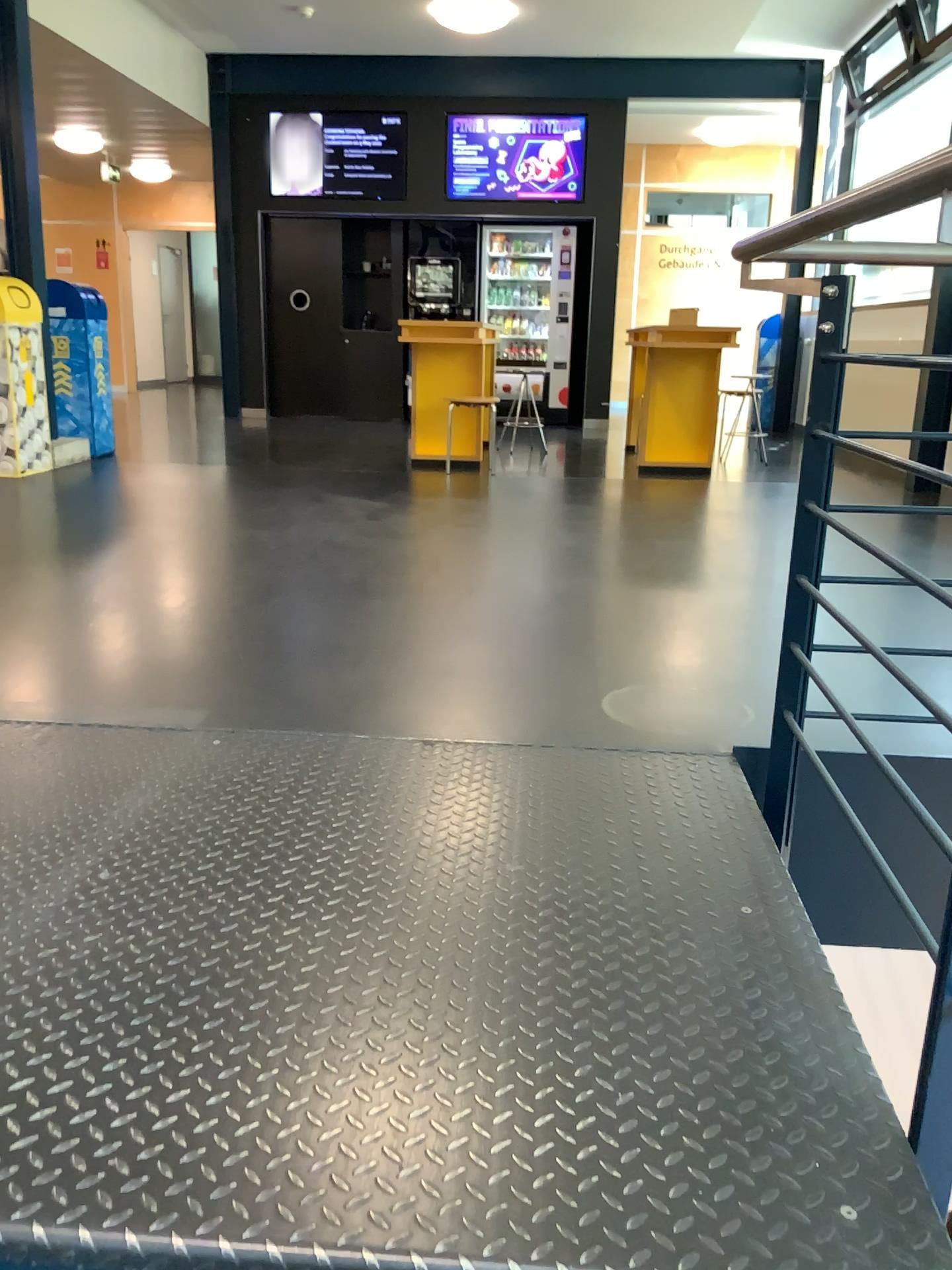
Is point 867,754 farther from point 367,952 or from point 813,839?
point 367,952
